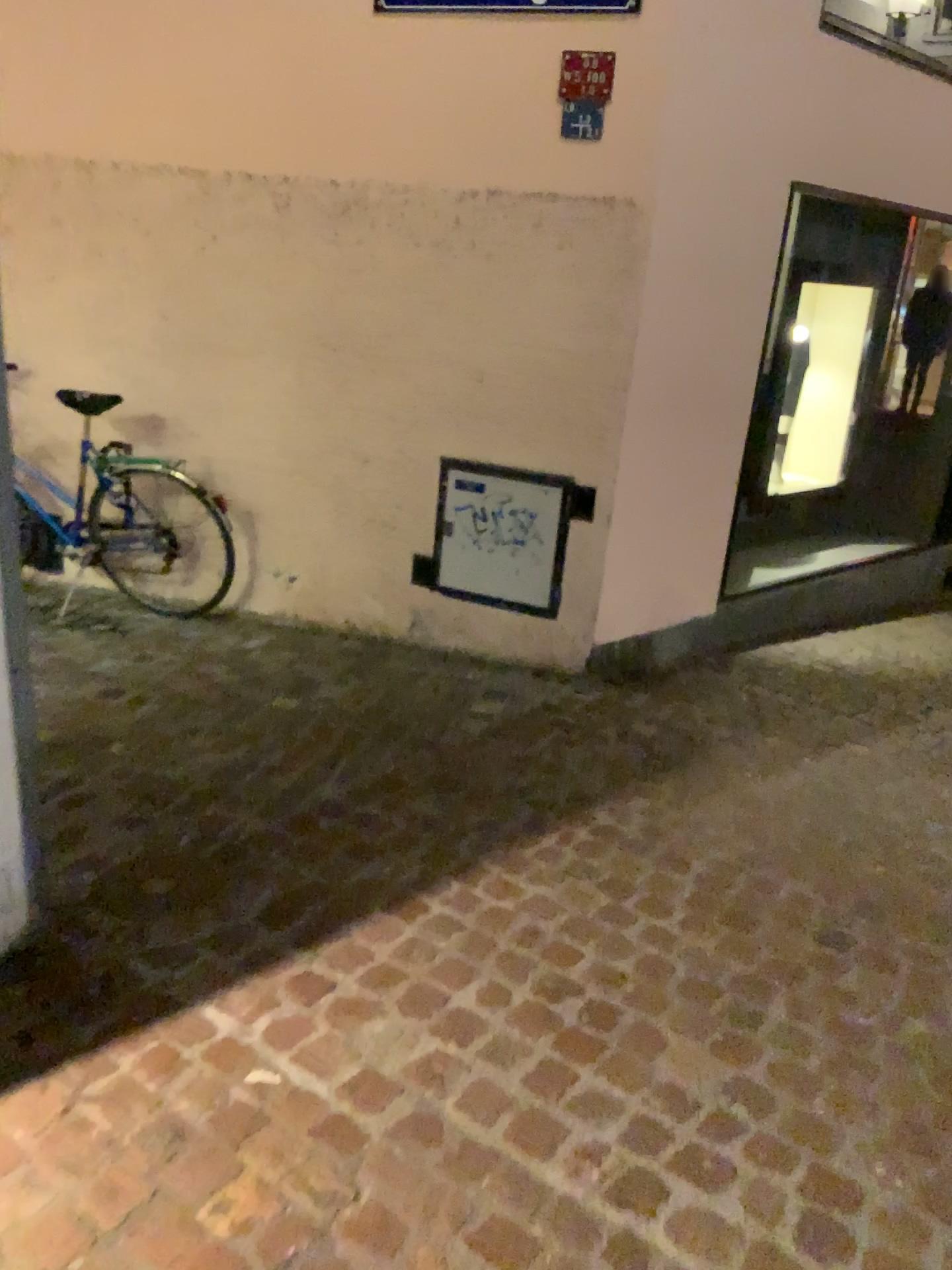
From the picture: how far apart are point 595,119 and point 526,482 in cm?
123

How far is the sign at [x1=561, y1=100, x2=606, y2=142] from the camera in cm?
347

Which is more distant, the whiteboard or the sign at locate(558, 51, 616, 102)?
the whiteboard

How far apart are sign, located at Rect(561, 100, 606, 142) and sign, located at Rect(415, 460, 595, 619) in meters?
1.2

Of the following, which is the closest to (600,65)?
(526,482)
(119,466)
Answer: (526,482)

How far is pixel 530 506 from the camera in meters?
3.9

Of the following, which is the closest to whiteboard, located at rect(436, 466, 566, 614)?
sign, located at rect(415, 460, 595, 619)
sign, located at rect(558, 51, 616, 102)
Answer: sign, located at rect(415, 460, 595, 619)

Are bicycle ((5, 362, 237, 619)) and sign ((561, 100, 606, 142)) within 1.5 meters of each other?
no

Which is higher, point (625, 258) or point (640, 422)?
point (625, 258)

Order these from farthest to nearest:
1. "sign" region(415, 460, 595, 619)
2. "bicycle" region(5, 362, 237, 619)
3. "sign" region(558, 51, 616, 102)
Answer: "bicycle" region(5, 362, 237, 619) < "sign" region(415, 460, 595, 619) < "sign" region(558, 51, 616, 102)
